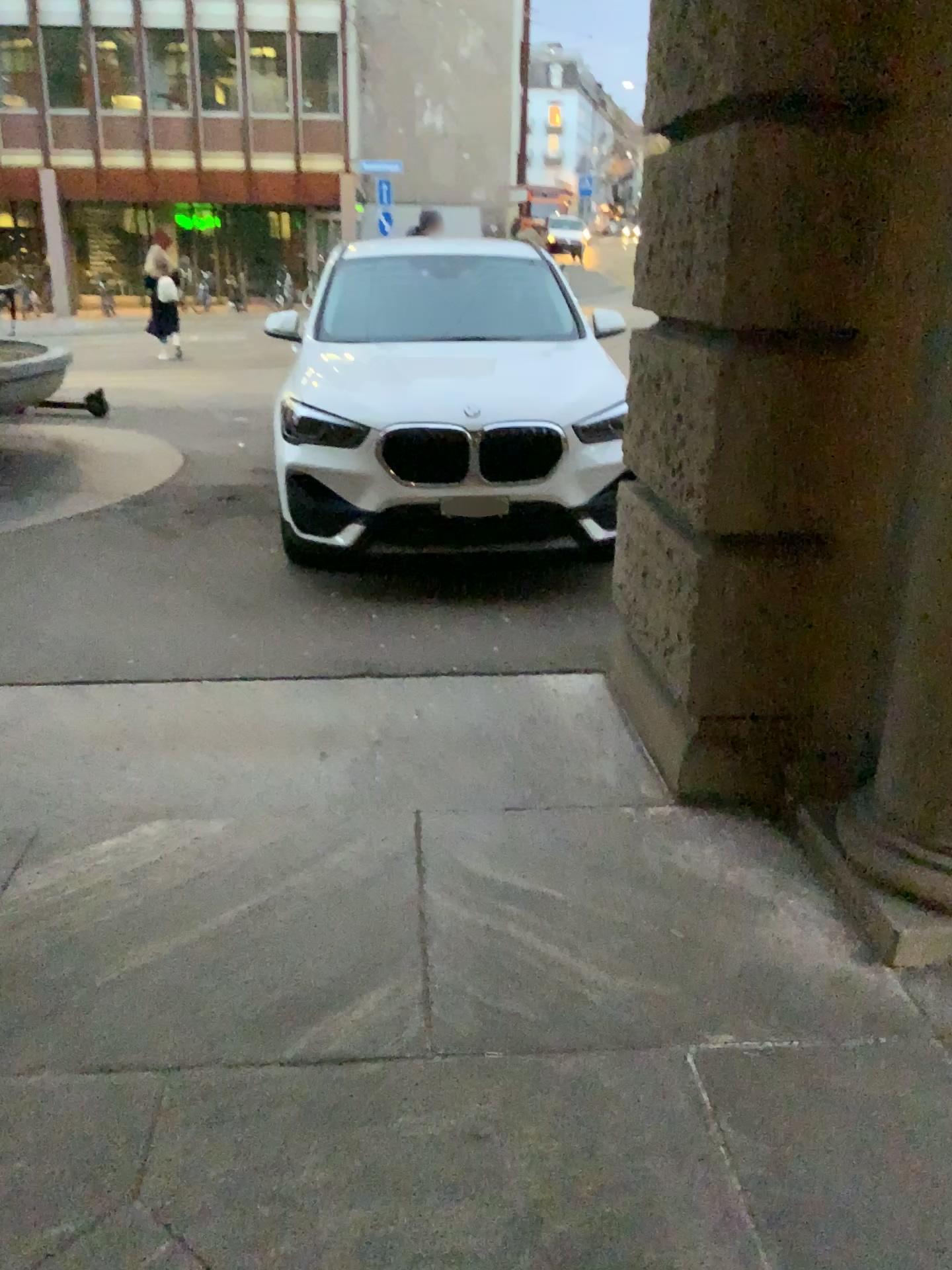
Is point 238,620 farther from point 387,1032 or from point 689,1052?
point 689,1052
